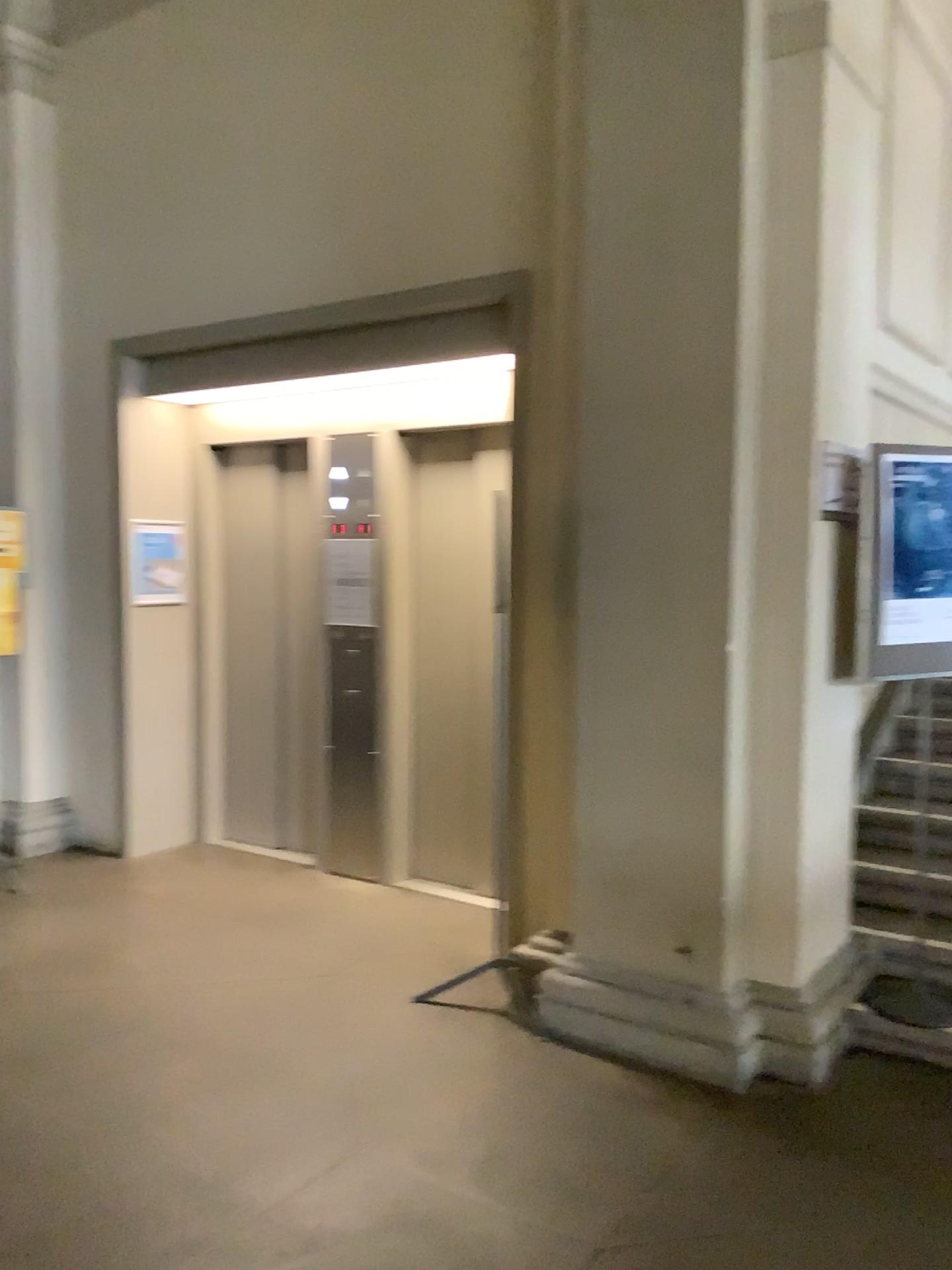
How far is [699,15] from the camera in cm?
317

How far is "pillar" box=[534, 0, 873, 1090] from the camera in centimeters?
317cm

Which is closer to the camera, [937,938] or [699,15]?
[699,15]

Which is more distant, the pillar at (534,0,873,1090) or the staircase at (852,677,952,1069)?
the staircase at (852,677,952,1069)

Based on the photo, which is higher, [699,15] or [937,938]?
[699,15]

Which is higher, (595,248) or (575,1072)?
(595,248)
